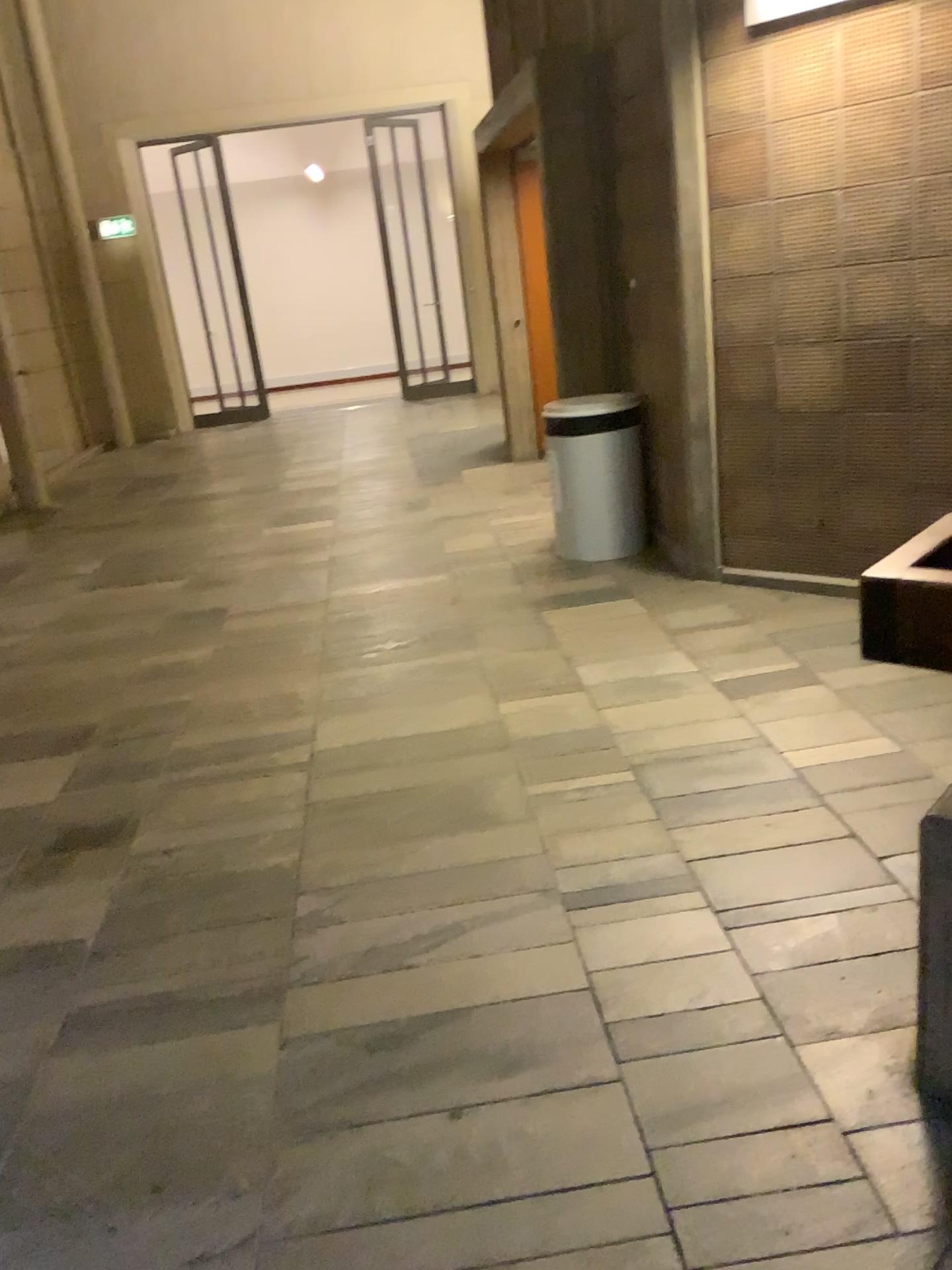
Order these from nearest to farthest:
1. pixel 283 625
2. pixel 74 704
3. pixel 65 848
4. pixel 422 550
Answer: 1. pixel 65 848
2. pixel 74 704
3. pixel 283 625
4. pixel 422 550

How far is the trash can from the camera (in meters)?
4.88

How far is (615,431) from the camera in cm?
488
